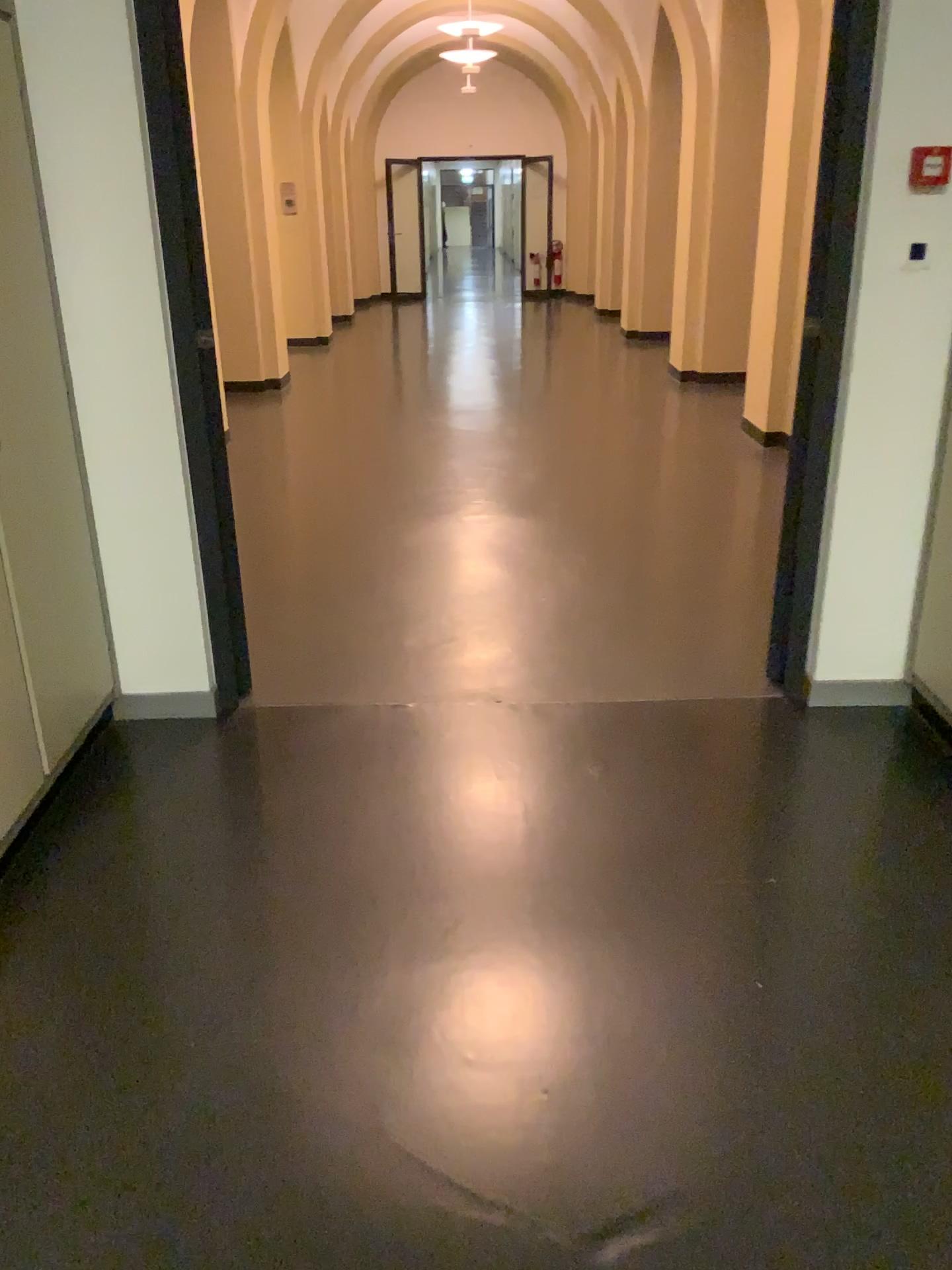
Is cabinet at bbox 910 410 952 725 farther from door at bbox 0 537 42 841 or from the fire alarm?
door at bbox 0 537 42 841

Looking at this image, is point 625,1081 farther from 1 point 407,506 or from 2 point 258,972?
1 point 407,506

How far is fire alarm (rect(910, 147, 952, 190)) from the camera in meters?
2.6 m

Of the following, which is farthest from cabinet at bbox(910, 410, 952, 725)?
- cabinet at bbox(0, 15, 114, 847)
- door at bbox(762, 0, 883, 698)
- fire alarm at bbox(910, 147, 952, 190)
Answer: cabinet at bbox(0, 15, 114, 847)

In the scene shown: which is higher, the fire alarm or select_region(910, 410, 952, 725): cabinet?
the fire alarm

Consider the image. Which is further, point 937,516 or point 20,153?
point 937,516

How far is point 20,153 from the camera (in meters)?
2.39

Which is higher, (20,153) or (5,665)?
(20,153)

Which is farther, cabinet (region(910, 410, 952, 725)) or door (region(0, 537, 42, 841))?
cabinet (region(910, 410, 952, 725))

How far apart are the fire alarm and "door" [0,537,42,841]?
2.44m
